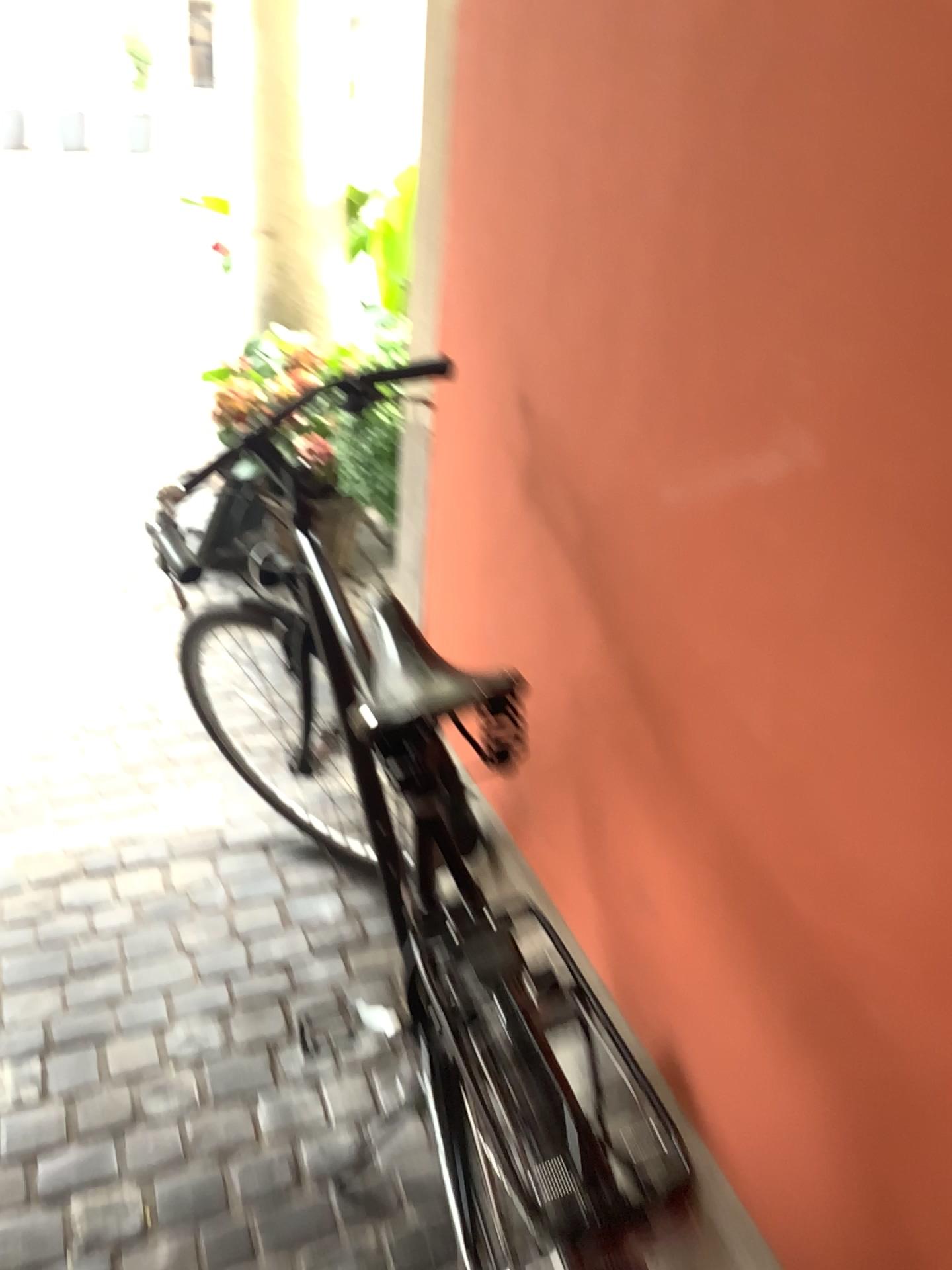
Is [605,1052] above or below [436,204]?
below
